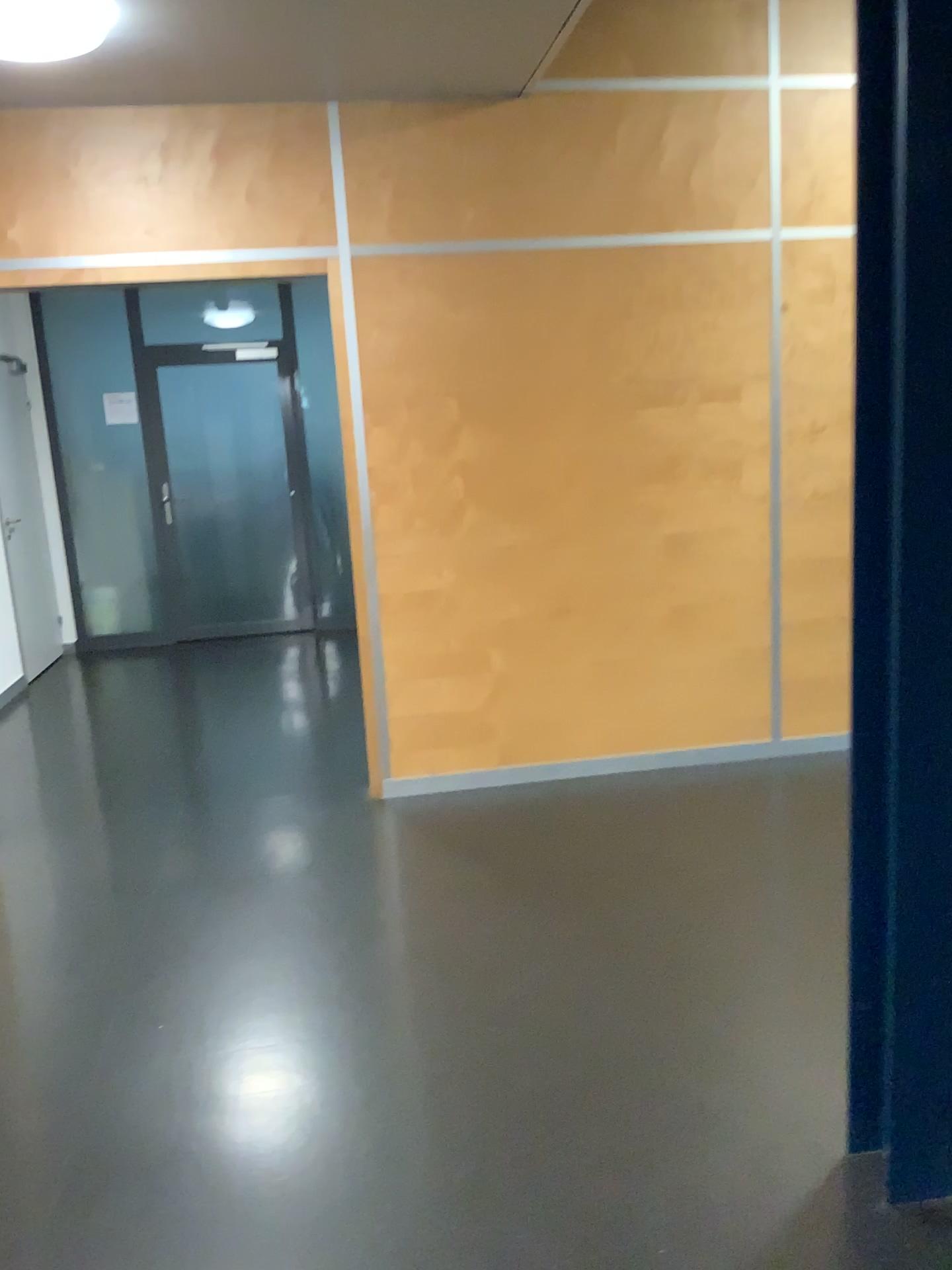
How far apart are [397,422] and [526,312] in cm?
63

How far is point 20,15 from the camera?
2.6m

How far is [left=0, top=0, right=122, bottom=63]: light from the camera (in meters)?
2.63
